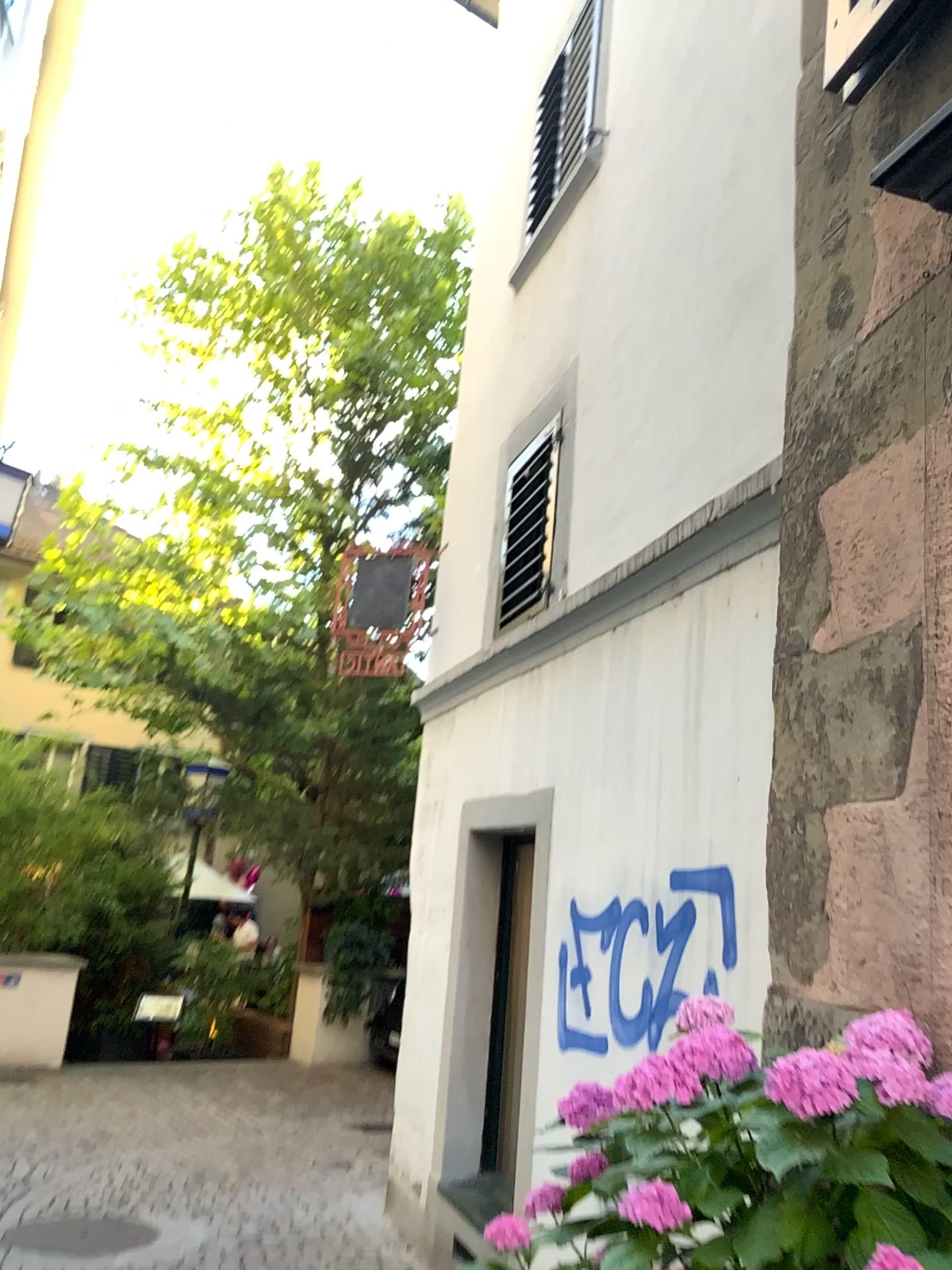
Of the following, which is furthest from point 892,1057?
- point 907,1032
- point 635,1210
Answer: point 635,1210

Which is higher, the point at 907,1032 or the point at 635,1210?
the point at 907,1032

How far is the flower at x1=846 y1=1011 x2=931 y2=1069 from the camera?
1.3 meters

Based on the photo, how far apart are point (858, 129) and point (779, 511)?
0.82m

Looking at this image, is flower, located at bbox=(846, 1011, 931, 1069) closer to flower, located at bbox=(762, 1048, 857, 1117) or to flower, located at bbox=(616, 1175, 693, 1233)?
flower, located at bbox=(762, 1048, 857, 1117)

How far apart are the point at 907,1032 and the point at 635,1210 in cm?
41

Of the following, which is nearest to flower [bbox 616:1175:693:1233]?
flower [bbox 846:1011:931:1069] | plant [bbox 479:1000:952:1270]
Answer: plant [bbox 479:1000:952:1270]

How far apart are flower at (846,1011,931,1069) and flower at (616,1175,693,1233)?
0.3 meters

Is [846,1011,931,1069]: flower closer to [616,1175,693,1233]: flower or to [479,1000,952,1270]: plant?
[479,1000,952,1270]: plant
